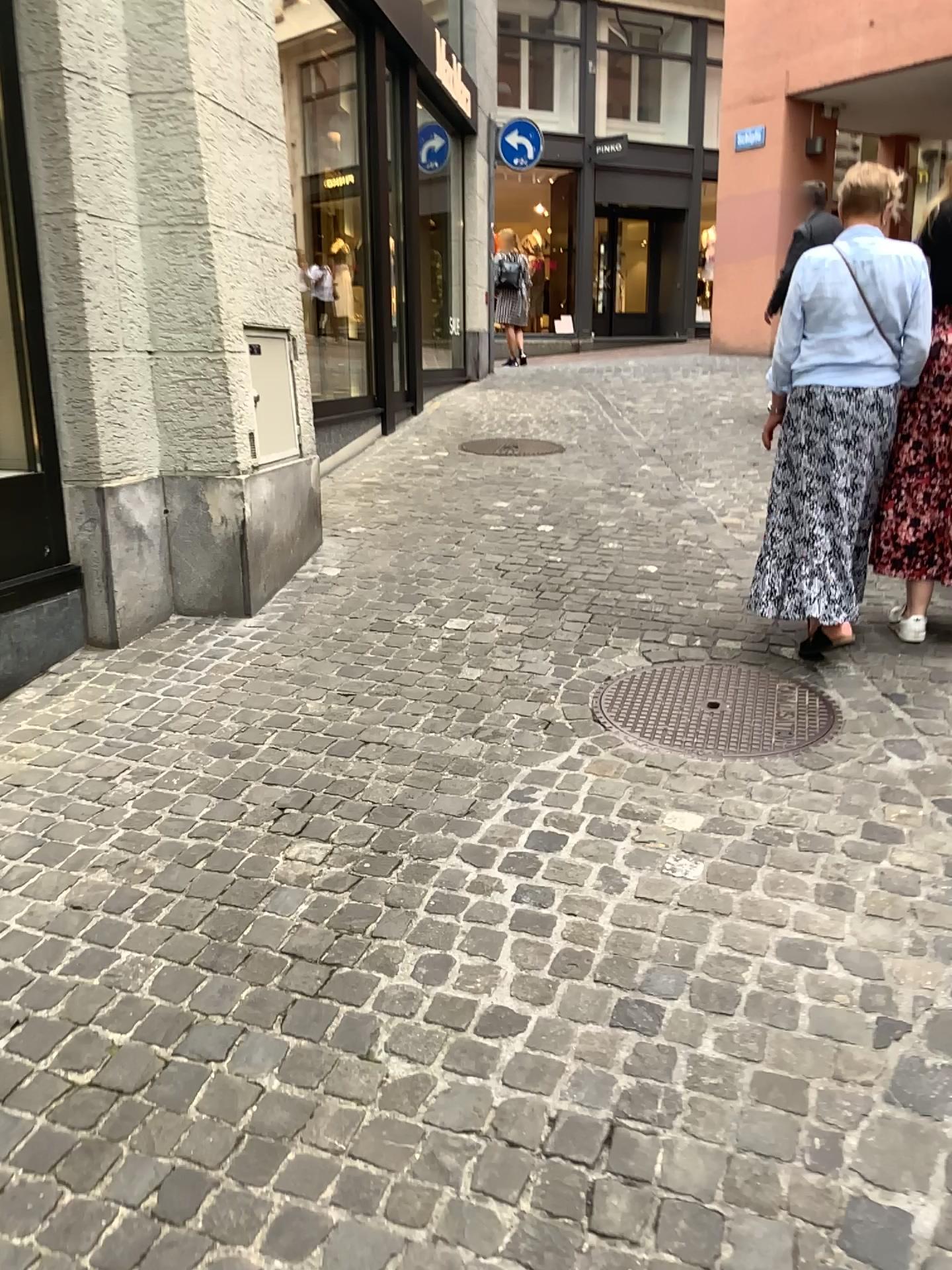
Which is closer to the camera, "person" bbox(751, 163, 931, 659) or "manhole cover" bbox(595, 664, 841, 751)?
"manhole cover" bbox(595, 664, 841, 751)

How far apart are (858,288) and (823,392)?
0.3m

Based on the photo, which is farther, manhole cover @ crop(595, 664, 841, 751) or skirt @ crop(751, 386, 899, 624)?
skirt @ crop(751, 386, 899, 624)

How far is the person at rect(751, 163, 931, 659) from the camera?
3.31m

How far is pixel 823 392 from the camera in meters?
3.4 m

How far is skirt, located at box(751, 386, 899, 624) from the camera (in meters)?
3.36

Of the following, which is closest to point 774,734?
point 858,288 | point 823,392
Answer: point 823,392

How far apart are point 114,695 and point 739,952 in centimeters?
216cm
